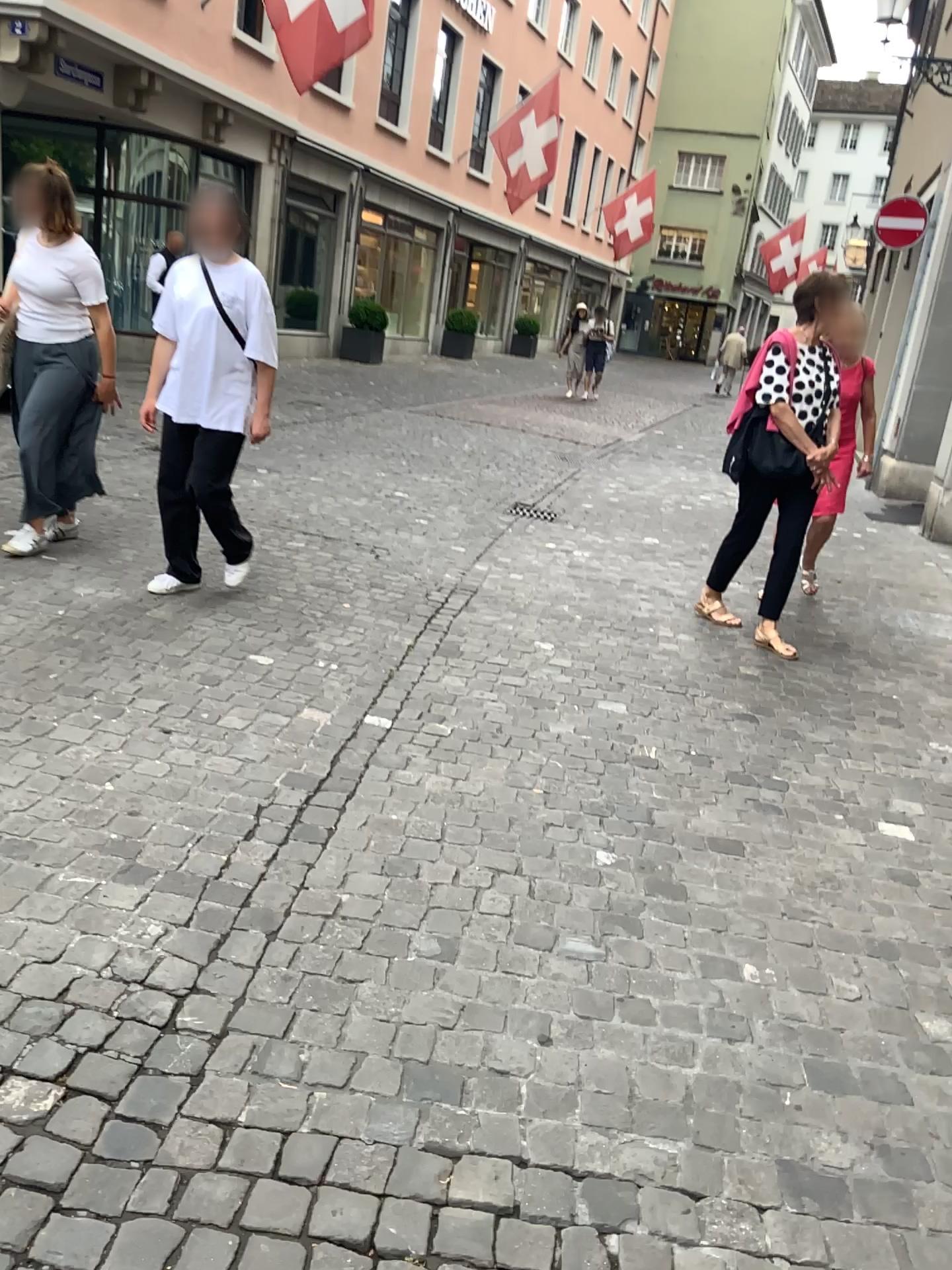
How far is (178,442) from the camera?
4.31m

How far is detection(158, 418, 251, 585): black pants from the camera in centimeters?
431cm

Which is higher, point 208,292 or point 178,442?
point 208,292

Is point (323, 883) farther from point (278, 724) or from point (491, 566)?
point (491, 566)
